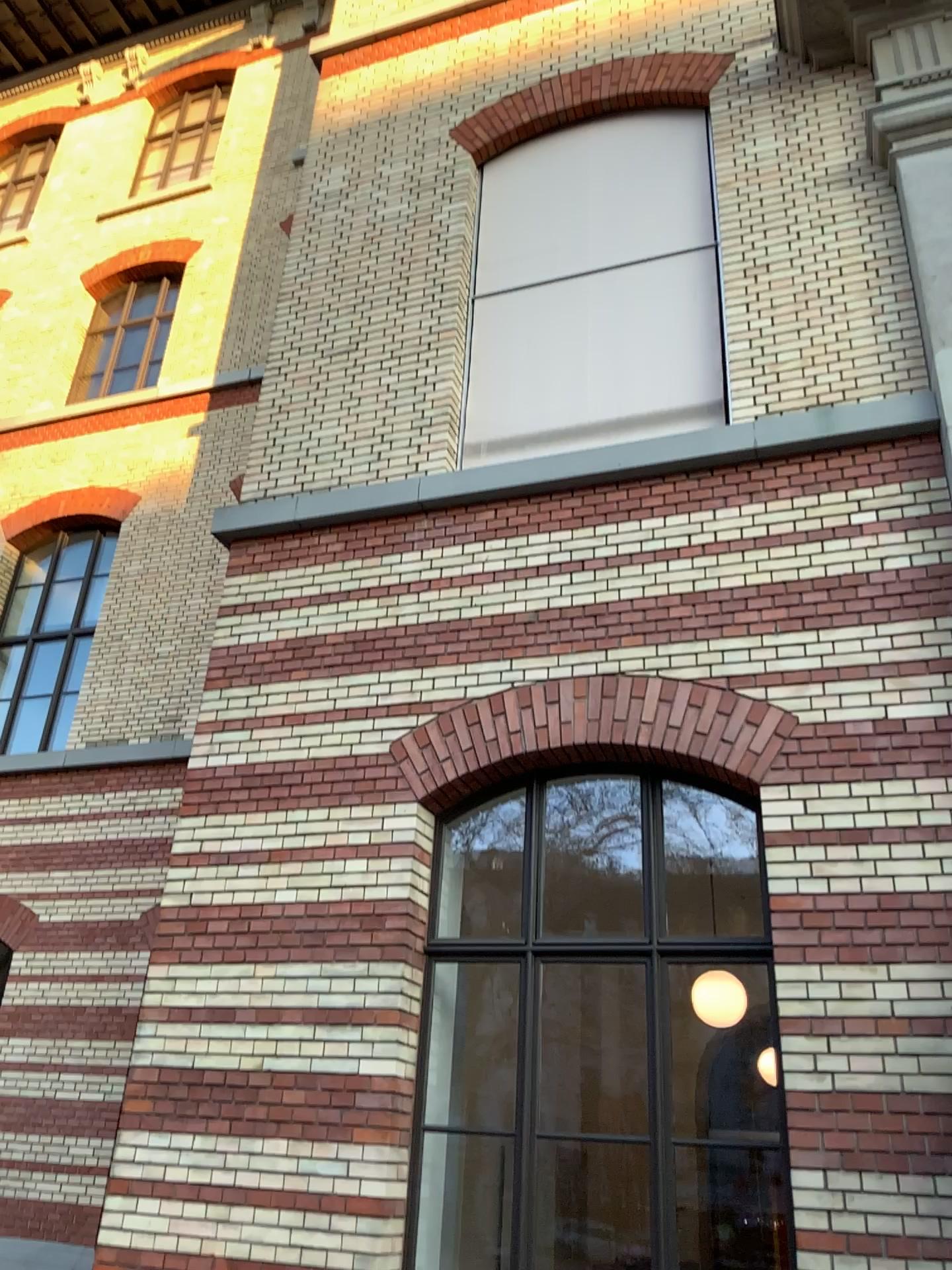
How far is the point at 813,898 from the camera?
4.5 meters
